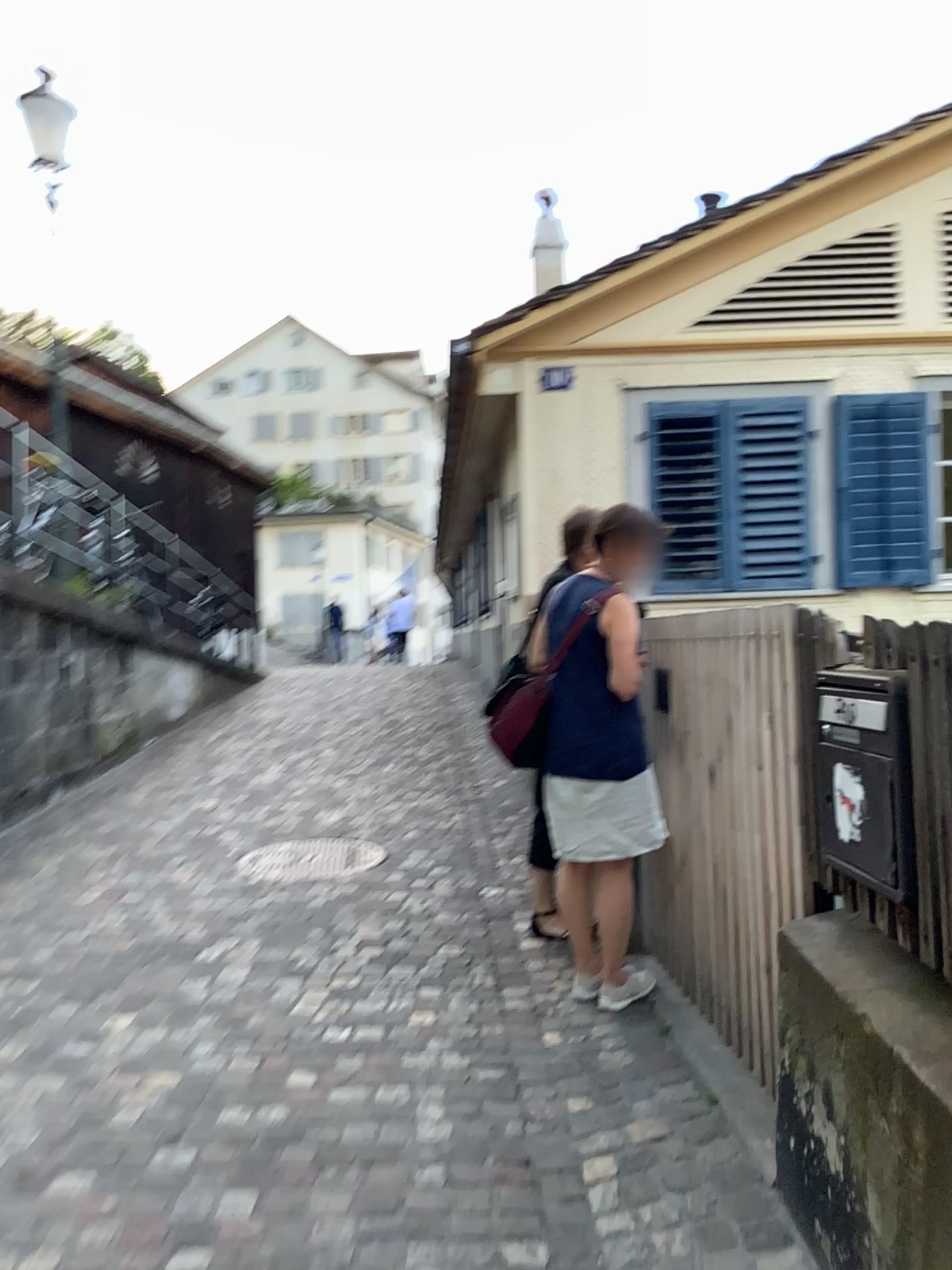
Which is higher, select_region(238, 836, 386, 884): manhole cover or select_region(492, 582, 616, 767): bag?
select_region(492, 582, 616, 767): bag

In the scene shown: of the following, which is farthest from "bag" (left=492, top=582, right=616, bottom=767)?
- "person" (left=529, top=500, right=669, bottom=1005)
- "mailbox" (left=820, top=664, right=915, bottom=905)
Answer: "mailbox" (left=820, top=664, right=915, bottom=905)

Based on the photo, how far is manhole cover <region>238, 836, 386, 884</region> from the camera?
4.82m

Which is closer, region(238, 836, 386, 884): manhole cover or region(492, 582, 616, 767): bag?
region(492, 582, 616, 767): bag

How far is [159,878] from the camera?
4.7m

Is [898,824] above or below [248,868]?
above

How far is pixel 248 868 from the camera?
4.8 meters

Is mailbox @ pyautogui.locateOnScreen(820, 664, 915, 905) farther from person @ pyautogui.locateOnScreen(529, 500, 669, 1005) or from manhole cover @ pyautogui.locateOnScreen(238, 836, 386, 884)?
manhole cover @ pyautogui.locateOnScreen(238, 836, 386, 884)

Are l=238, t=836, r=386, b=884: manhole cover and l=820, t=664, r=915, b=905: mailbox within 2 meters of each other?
no

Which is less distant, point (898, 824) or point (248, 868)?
point (898, 824)
